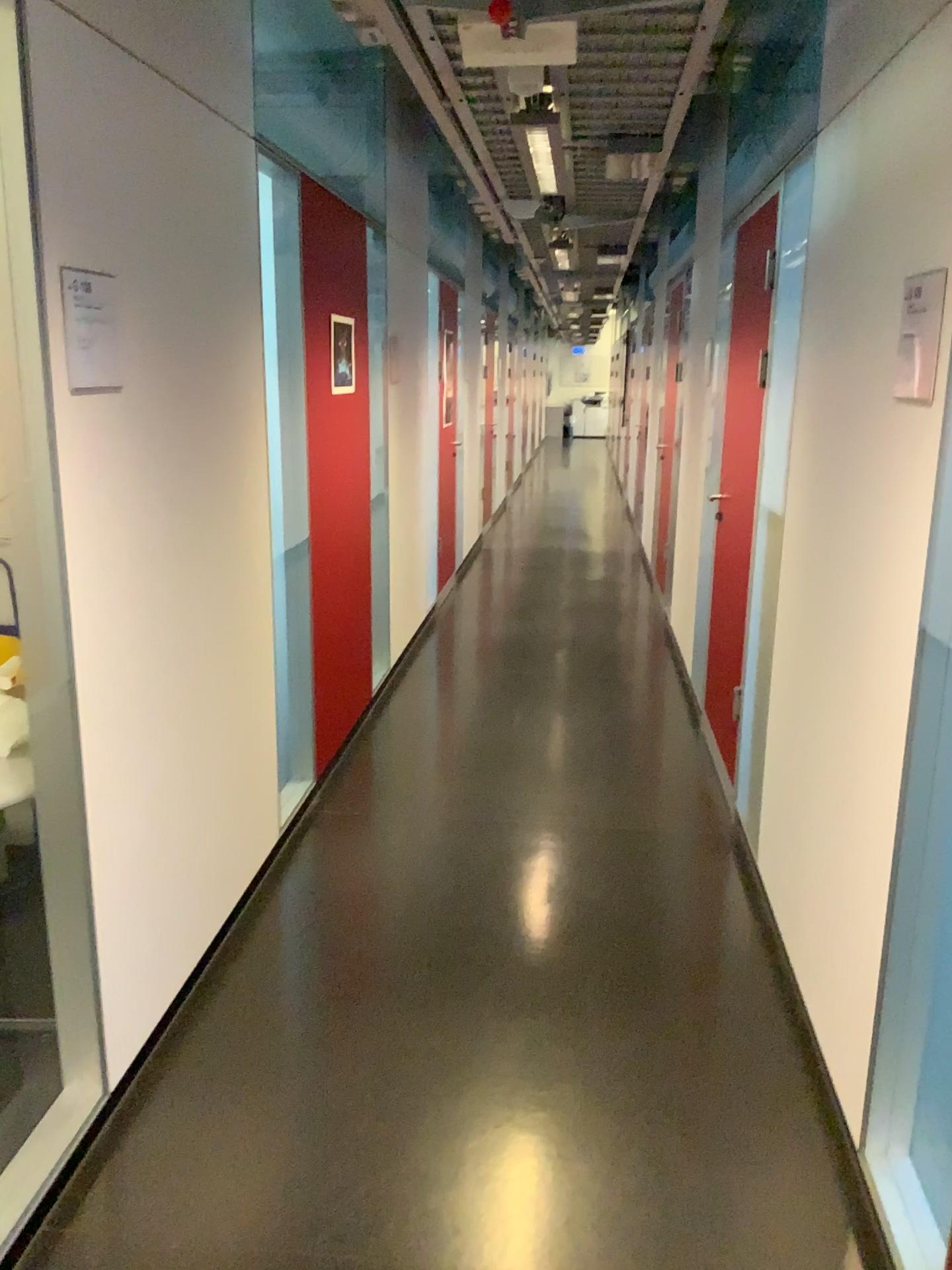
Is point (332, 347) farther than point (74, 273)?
Yes

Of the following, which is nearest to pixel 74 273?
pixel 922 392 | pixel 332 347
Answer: pixel 922 392

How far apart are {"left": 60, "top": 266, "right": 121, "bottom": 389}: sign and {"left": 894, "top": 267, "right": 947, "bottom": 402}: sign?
1.5 meters

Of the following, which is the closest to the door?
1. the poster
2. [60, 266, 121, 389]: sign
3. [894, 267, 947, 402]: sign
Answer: the poster

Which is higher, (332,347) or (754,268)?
(754,268)

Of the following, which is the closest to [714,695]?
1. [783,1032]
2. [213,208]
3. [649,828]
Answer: [649,828]

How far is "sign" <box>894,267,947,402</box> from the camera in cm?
170

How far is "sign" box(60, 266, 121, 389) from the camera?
1.9m

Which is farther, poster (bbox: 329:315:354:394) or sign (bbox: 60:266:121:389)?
poster (bbox: 329:315:354:394)

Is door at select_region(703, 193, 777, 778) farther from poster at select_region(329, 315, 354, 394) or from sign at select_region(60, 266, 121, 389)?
sign at select_region(60, 266, 121, 389)
